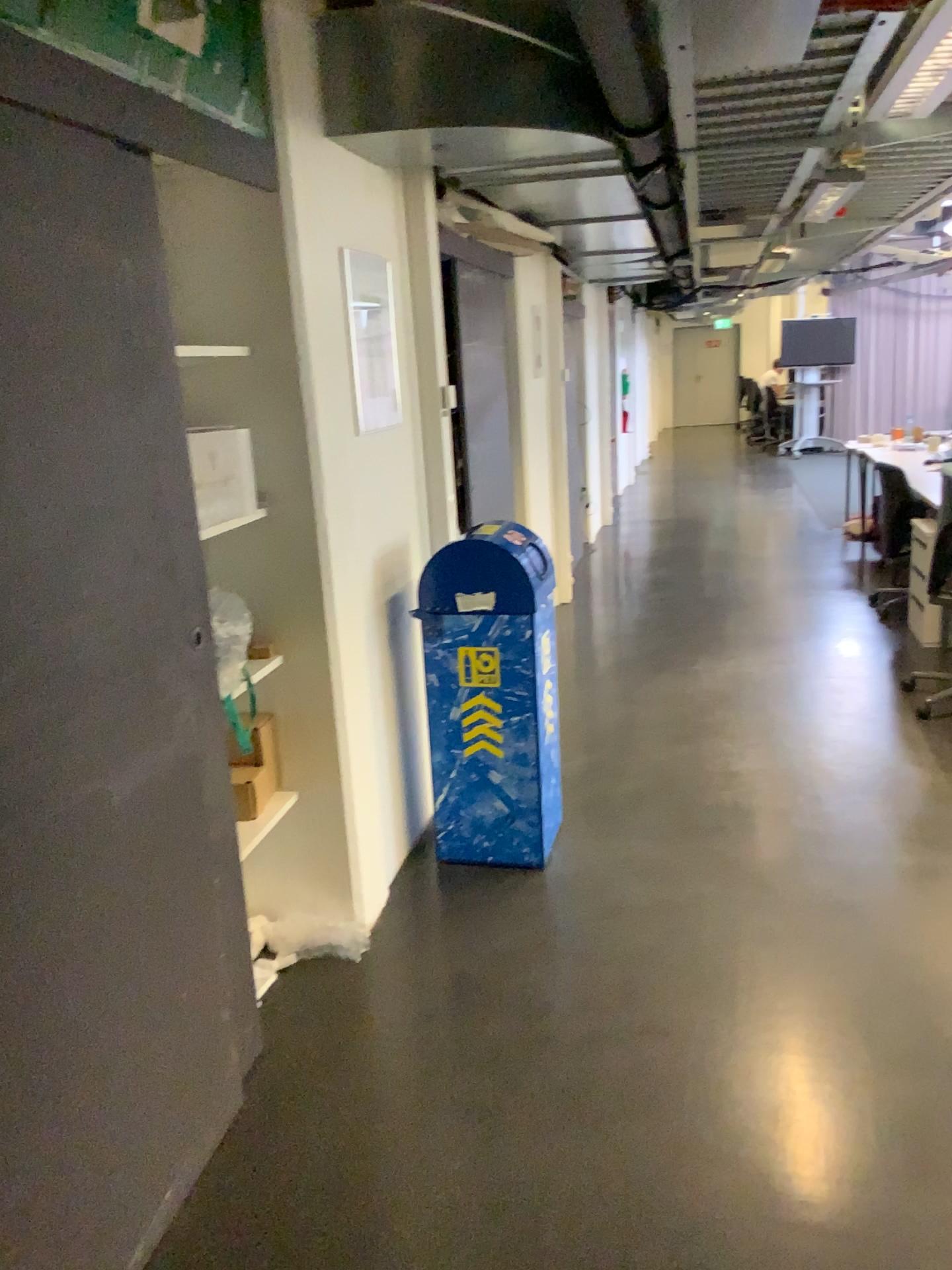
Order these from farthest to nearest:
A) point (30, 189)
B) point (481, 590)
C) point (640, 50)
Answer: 1. point (481, 590)
2. point (640, 50)
3. point (30, 189)

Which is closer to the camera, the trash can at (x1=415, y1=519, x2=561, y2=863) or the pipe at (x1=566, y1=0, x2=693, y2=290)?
the pipe at (x1=566, y1=0, x2=693, y2=290)

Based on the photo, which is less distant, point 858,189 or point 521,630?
point 521,630

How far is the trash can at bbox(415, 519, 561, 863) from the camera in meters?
3.2

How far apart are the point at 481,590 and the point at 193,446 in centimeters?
98cm

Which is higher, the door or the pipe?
the pipe

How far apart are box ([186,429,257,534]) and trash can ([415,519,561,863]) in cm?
67

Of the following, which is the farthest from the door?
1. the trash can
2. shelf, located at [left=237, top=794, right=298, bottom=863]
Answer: the trash can

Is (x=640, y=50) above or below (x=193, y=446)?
above

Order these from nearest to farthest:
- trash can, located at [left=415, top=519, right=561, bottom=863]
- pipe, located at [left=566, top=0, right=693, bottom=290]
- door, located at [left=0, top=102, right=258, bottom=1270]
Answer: door, located at [left=0, top=102, right=258, bottom=1270] → pipe, located at [left=566, top=0, right=693, bottom=290] → trash can, located at [left=415, top=519, right=561, bottom=863]
